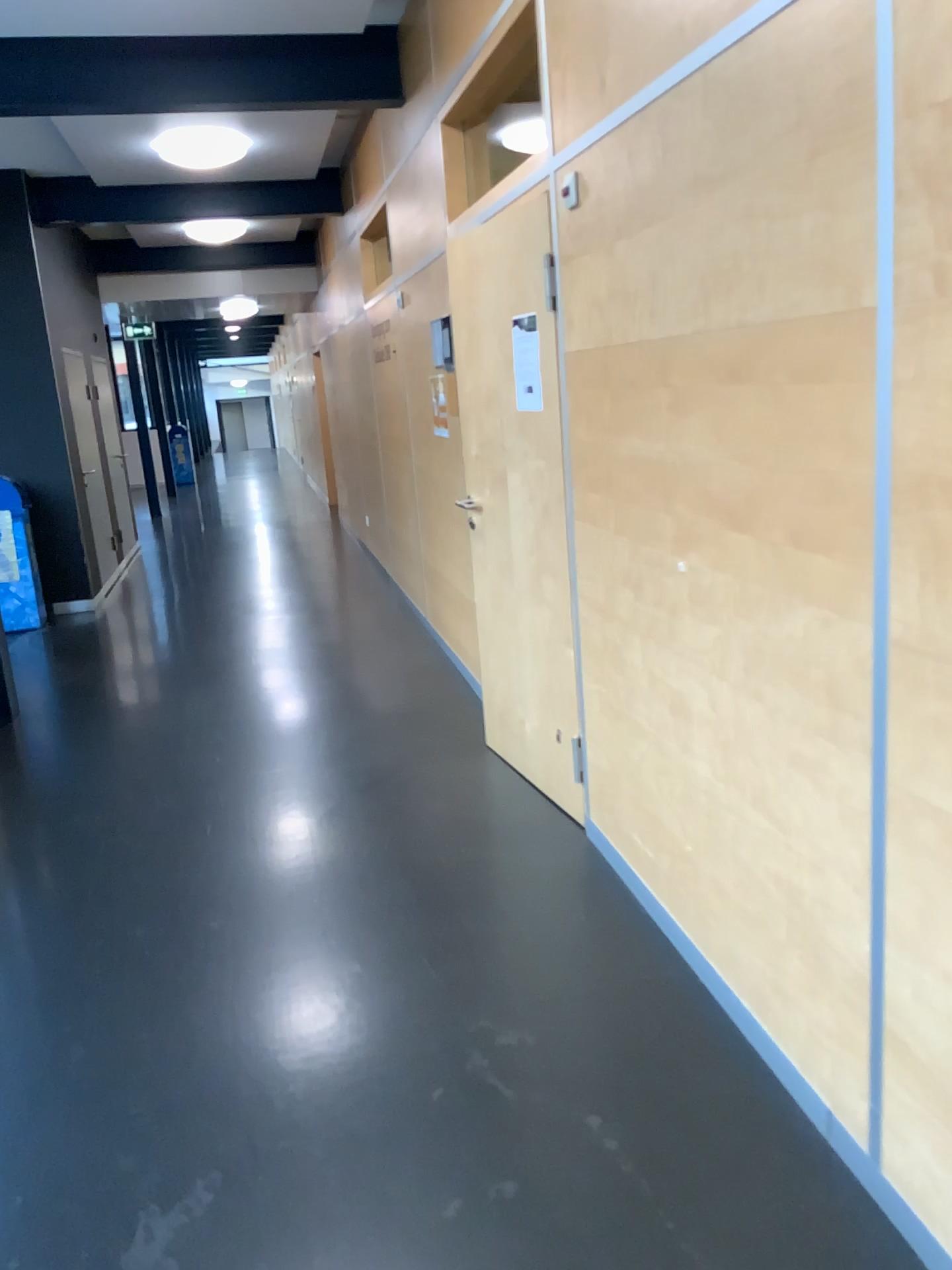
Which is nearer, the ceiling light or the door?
the door

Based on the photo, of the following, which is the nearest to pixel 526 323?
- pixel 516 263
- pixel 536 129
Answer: pixel 516 263

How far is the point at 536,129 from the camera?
3.9m

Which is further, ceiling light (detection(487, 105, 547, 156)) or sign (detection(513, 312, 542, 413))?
ceiling light (detection(487, 105, 547, 156))

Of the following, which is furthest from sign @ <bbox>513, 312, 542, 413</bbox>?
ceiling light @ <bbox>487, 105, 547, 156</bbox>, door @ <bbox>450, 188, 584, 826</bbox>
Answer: ceiling light @ <bbox>487, 105, 547, 156</bbox>

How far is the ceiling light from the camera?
3.9m

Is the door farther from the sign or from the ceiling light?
the ceiling light

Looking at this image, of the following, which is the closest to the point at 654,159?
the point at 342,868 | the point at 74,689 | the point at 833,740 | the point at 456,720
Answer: the point at 833,740

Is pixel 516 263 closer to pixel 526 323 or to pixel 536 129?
pixel 526 323

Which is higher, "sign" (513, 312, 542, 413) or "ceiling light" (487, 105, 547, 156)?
"ceiling light" (487, 105, 547, 156)
